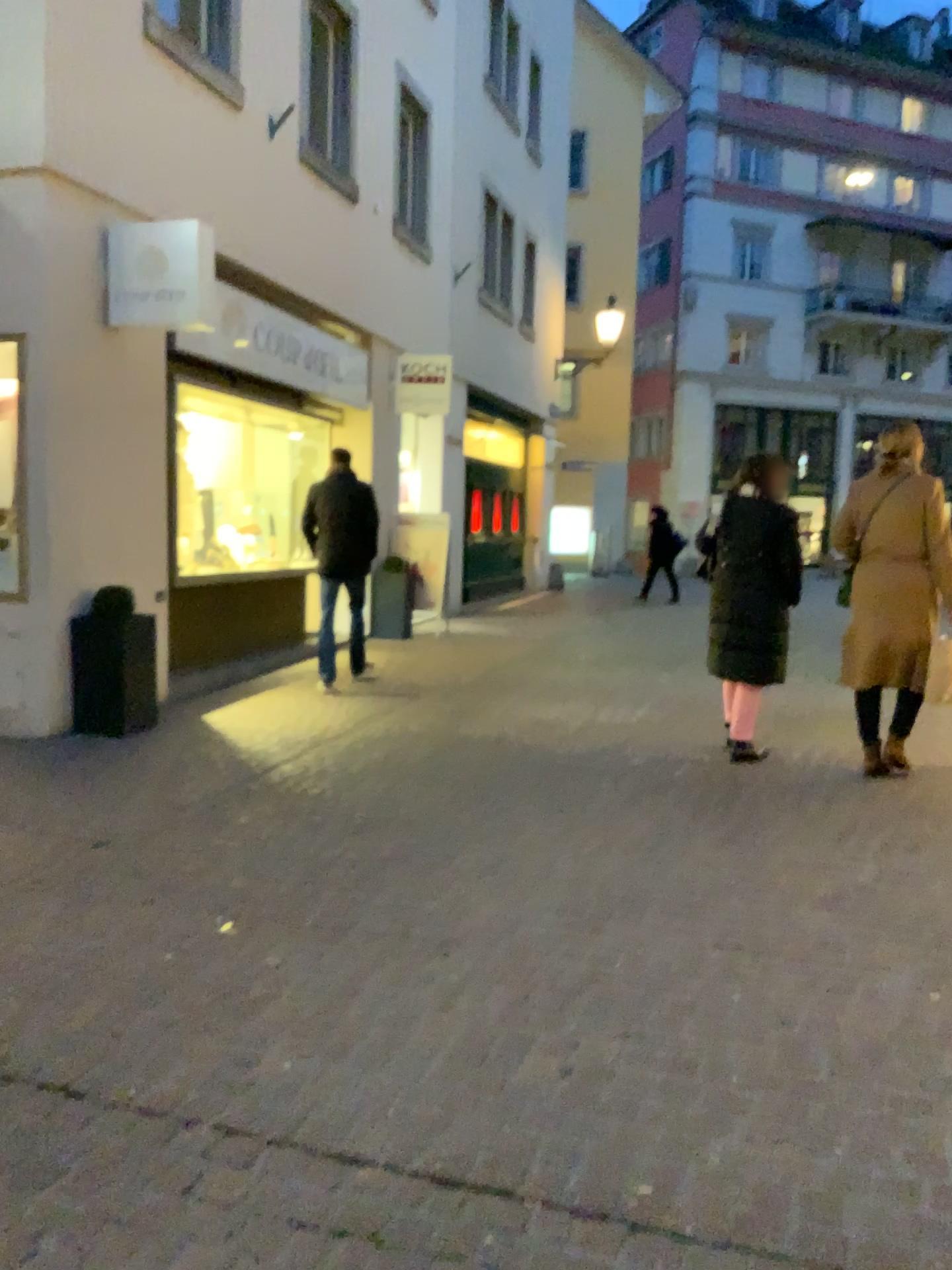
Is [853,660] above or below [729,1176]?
above
